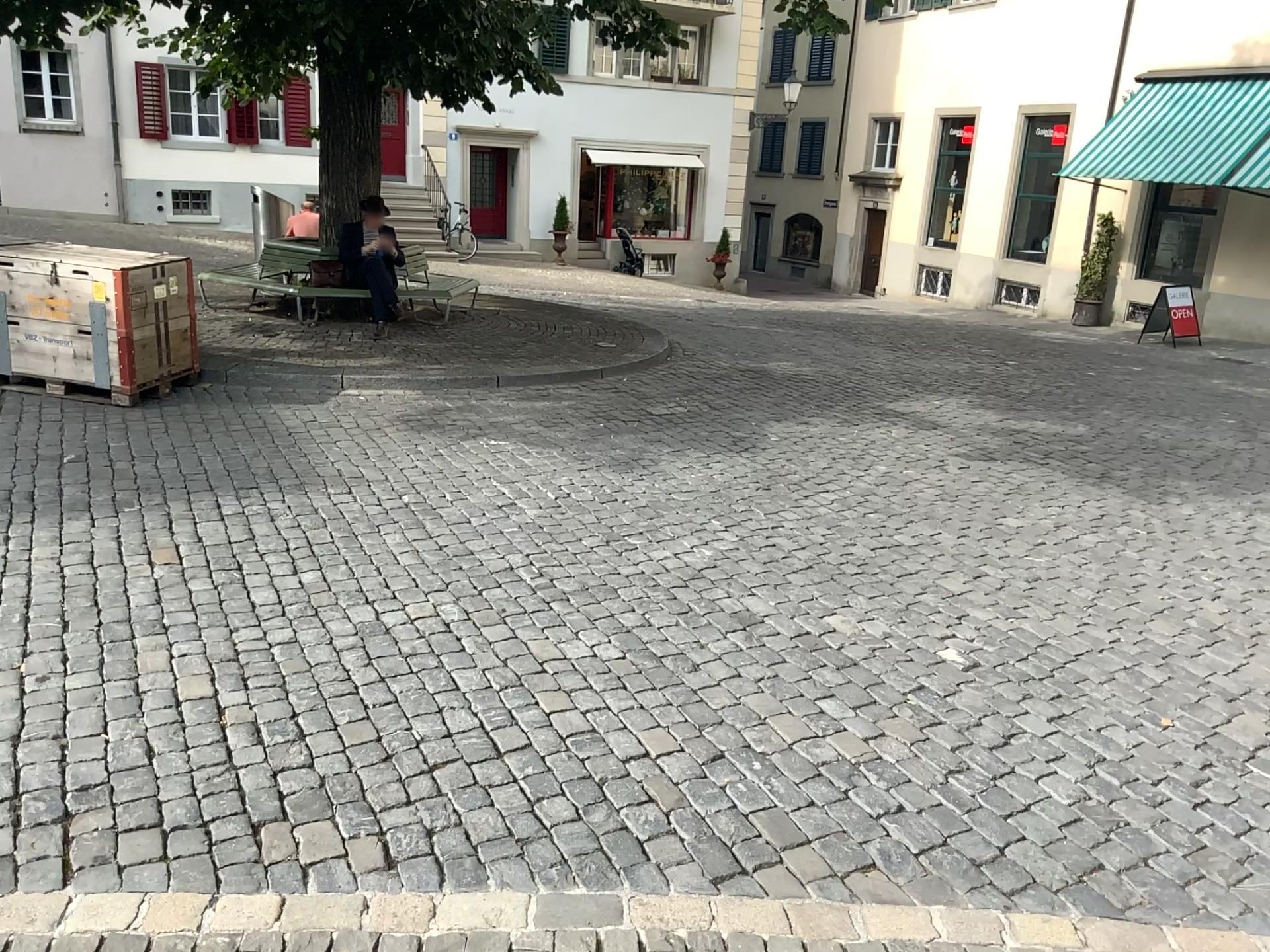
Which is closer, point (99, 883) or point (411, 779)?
point (99, 883)
